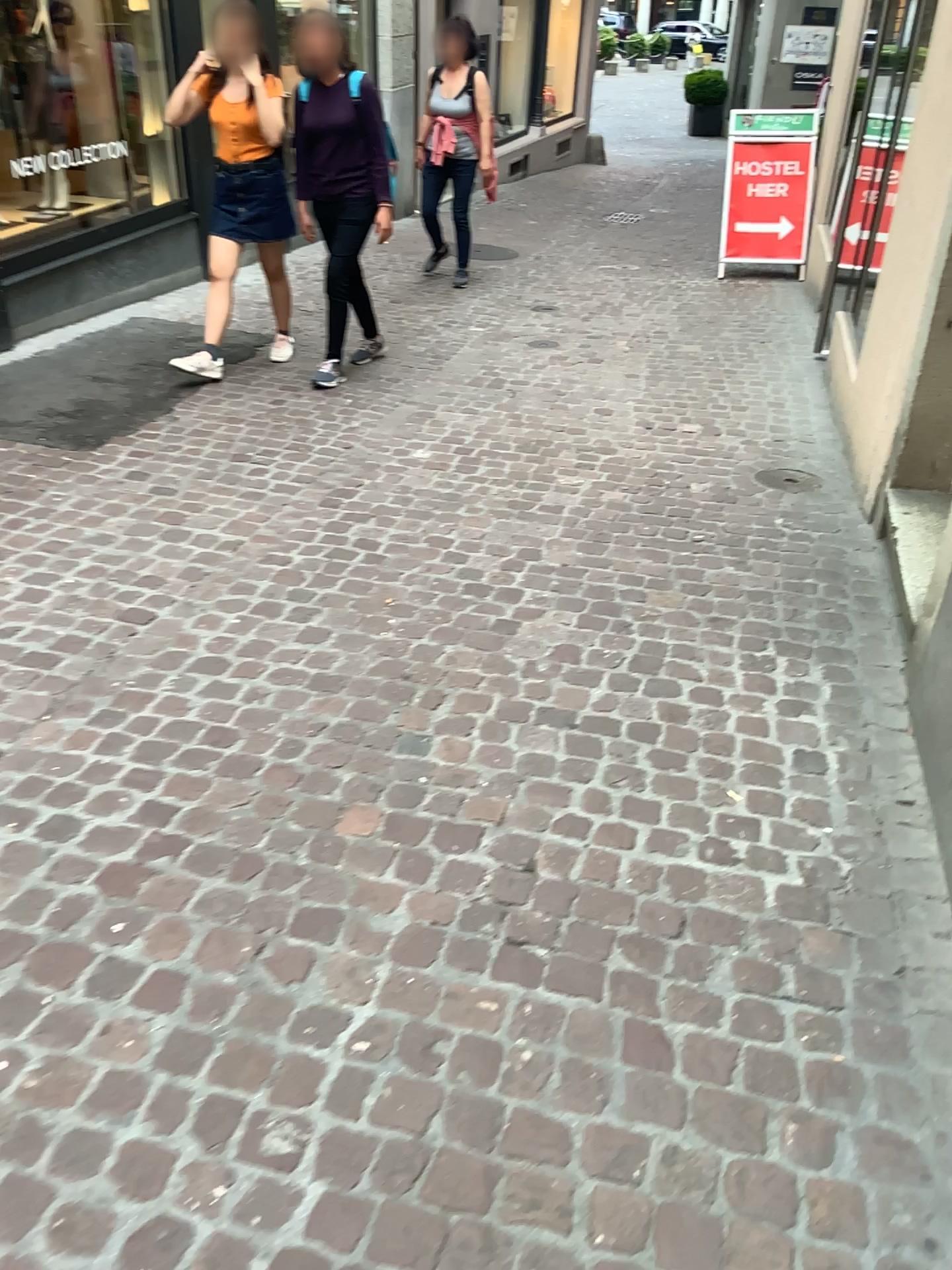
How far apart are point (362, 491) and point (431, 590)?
0.9m
